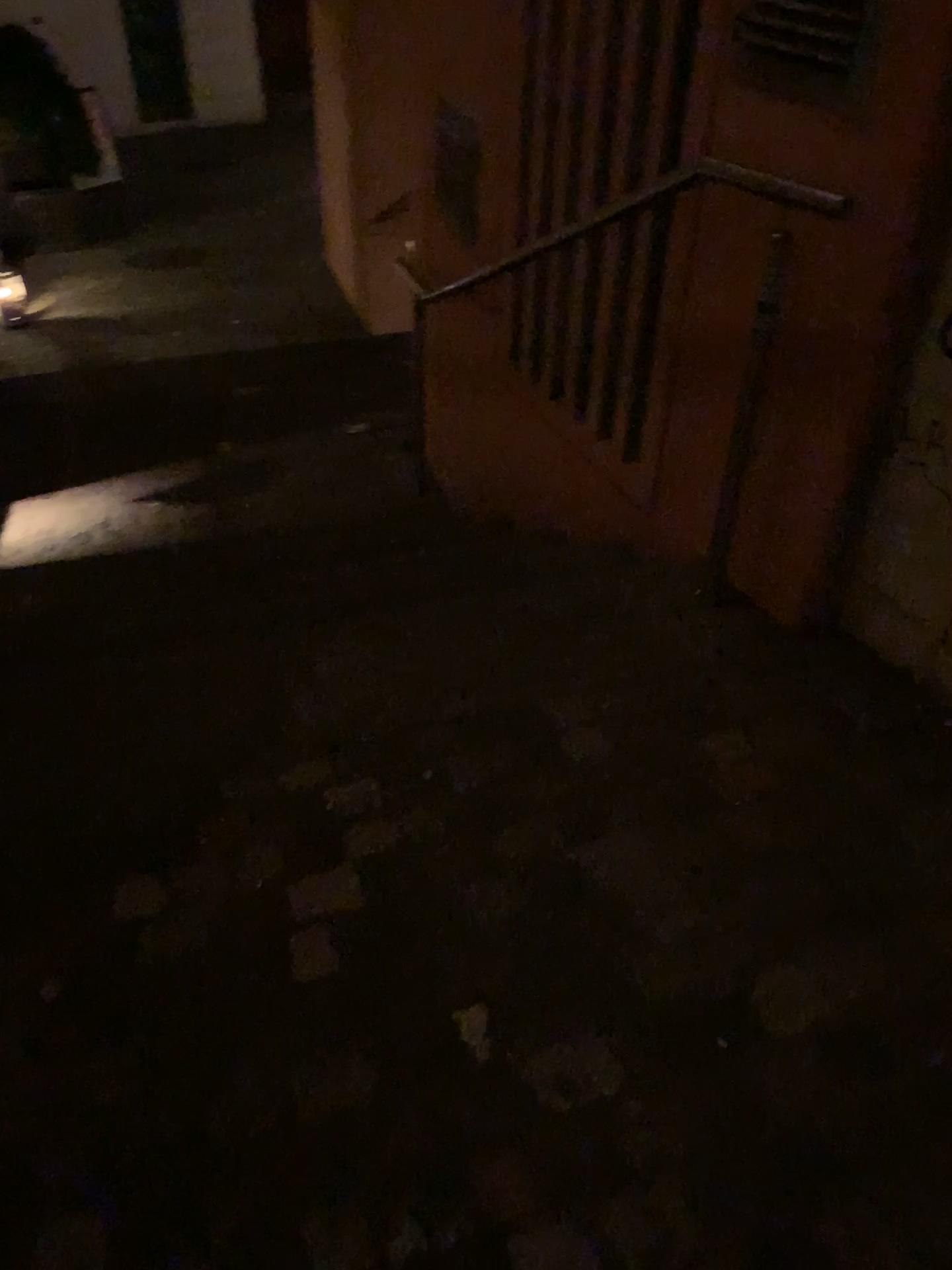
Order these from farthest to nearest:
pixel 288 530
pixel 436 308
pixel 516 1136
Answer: pixel 288 530
pixel 436 308
pixel 516 1136

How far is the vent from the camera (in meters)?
1.80

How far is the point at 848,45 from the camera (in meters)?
1.80
